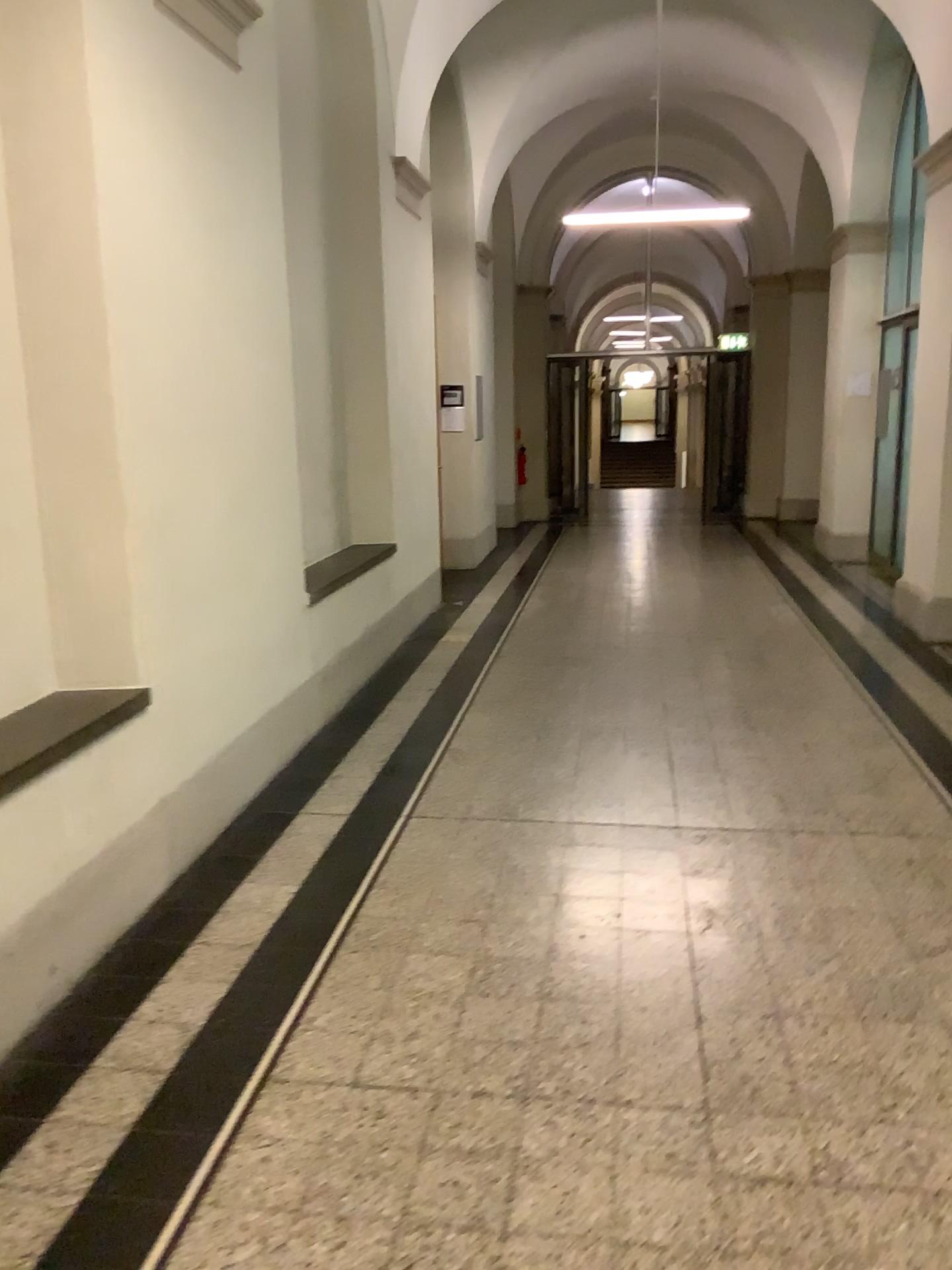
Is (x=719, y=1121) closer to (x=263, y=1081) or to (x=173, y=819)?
(x=263, y=1081)
